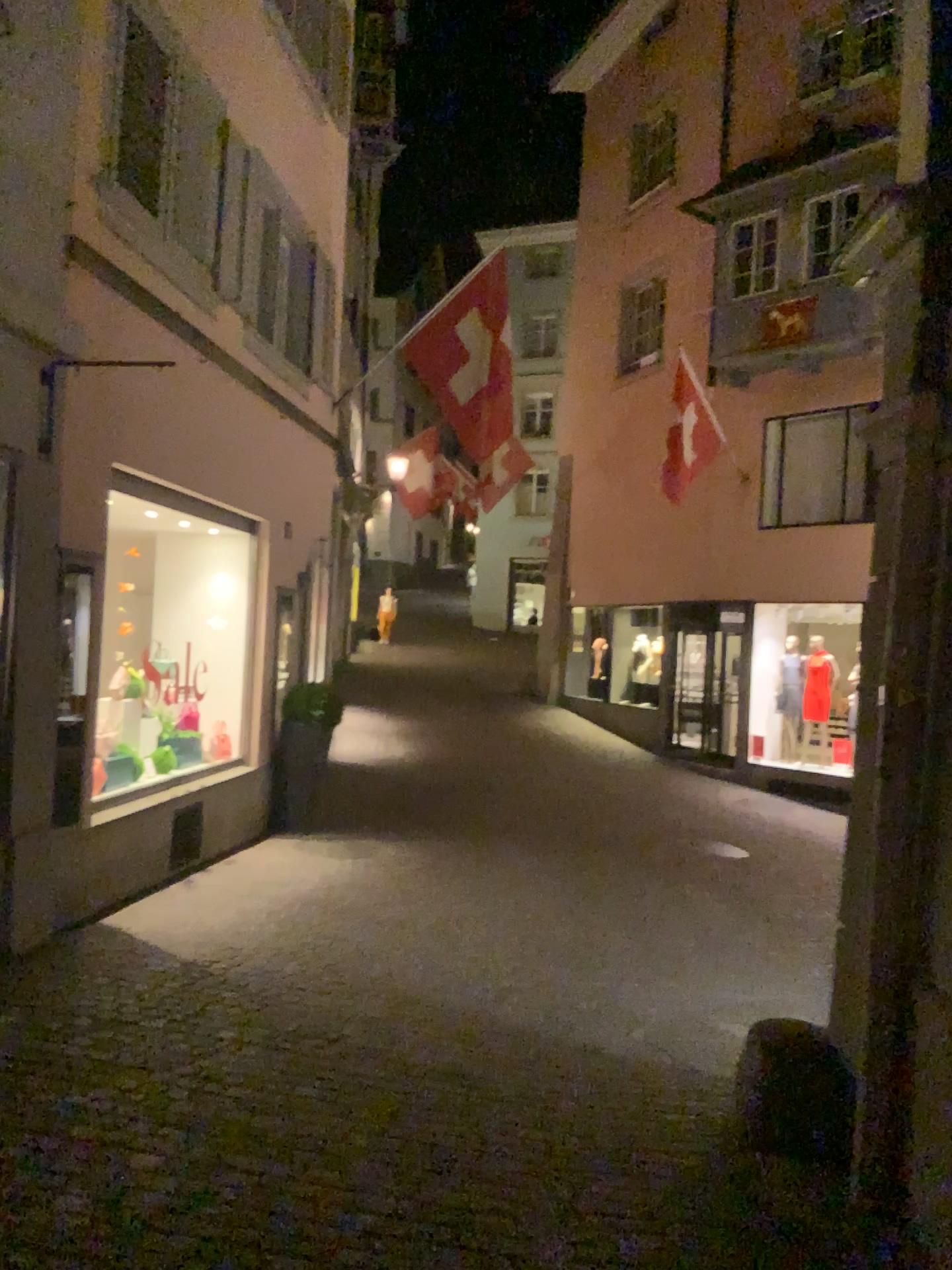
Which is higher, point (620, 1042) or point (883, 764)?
point (883, 764)
